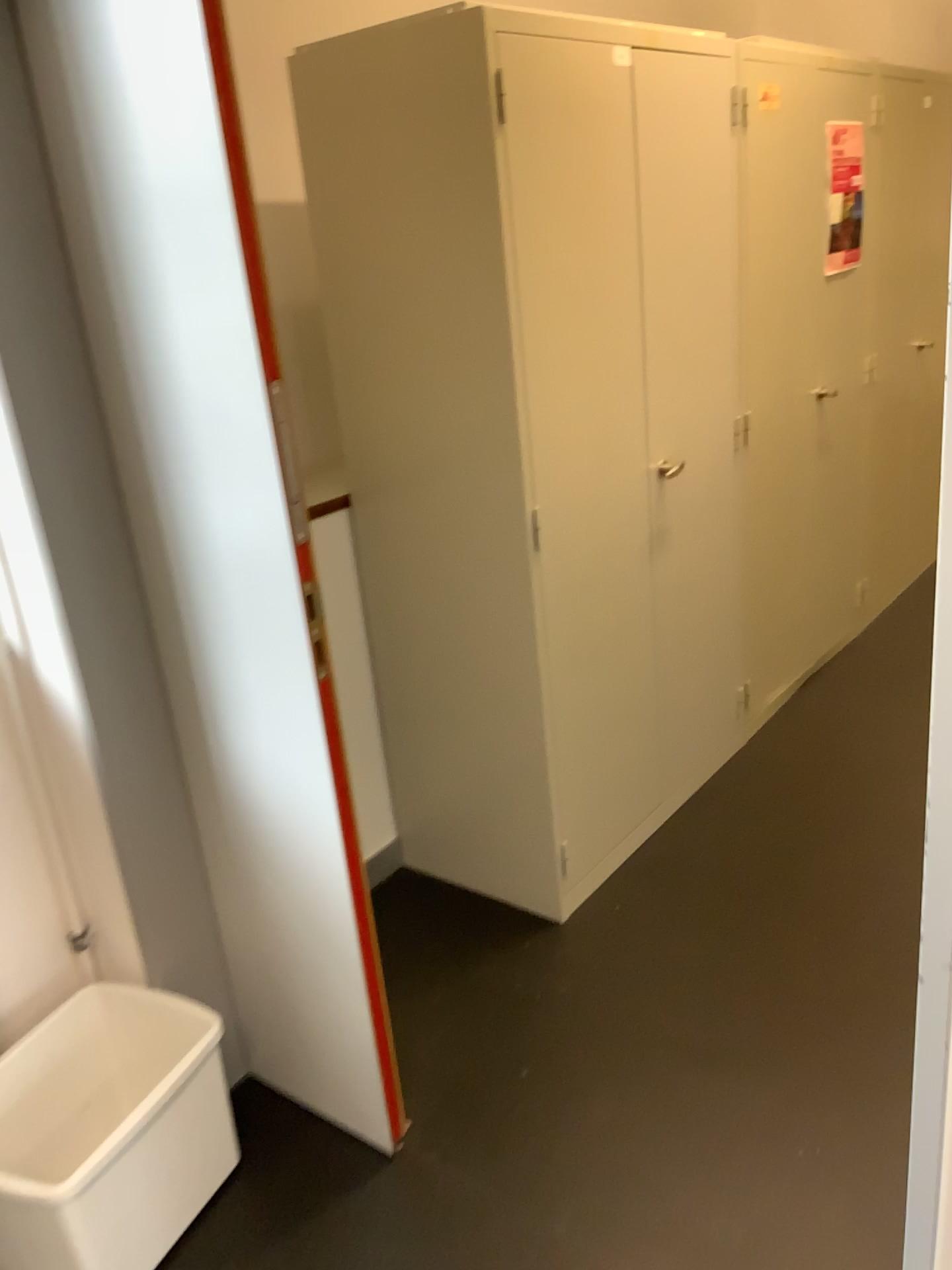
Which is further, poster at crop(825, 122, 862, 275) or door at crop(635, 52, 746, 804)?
poster at crop(825, 122, 862, 275)

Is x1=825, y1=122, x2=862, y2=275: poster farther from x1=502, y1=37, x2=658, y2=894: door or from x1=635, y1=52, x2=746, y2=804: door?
x1=502, y1=37, x2=658, y2=894: door

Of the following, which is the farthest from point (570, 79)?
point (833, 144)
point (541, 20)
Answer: point (833, 144)

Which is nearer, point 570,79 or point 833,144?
point 570,79

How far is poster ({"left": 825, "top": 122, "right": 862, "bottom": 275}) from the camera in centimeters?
317cm

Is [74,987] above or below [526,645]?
below

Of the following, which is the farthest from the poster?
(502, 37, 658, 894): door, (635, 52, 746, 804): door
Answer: (502, 37, 658, 894): door

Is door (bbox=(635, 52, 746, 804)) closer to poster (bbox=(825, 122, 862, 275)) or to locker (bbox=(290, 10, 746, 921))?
locker (bbox=(290, 10, 746, 921))

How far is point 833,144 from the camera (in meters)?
3.17

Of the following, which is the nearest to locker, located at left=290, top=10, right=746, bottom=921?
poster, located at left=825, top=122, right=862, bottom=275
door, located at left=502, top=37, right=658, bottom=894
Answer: door, located at left=502, top=37, right=658, bottom=894
